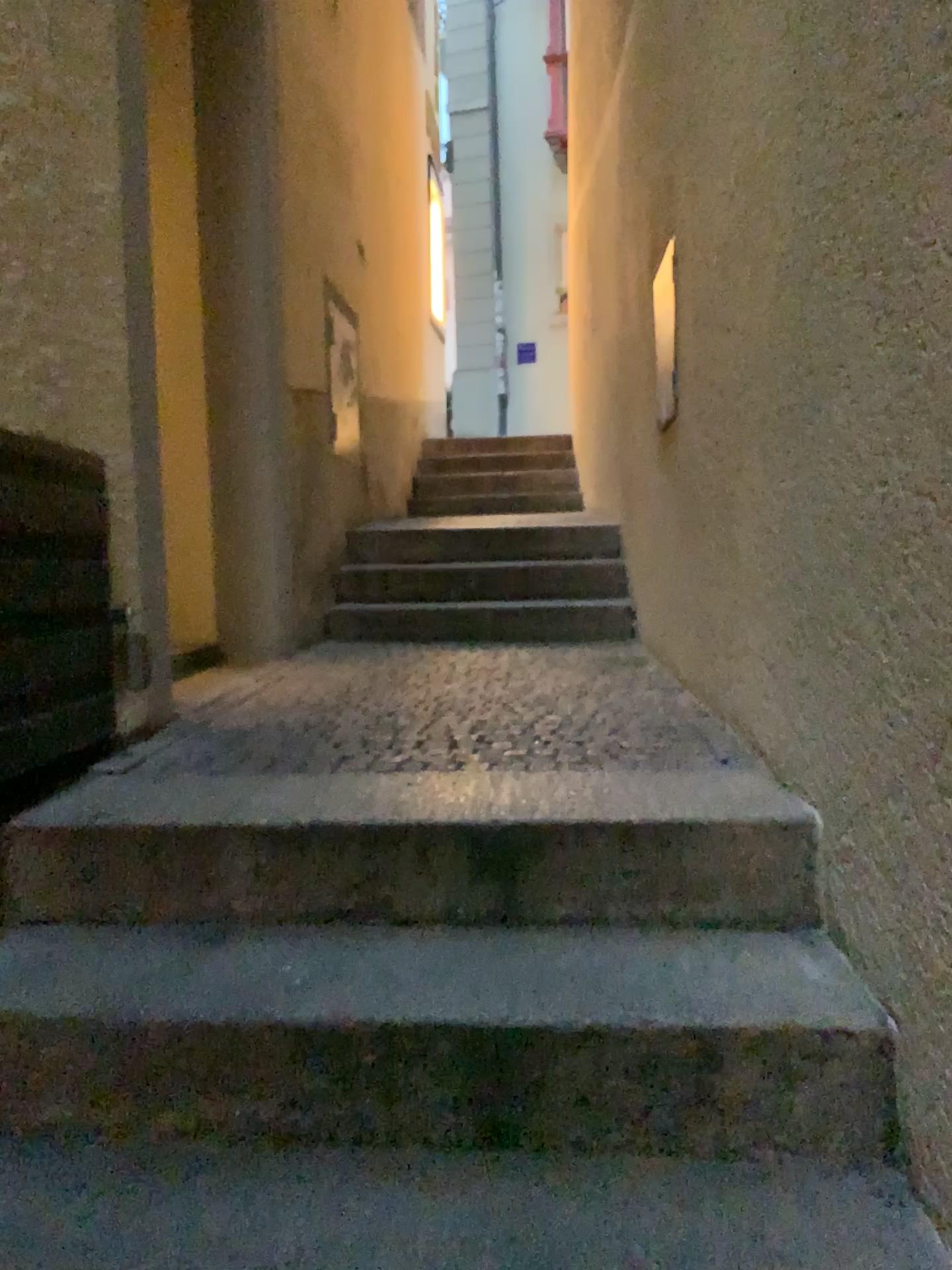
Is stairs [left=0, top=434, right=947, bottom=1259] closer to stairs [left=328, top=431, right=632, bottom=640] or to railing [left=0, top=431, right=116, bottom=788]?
railing [left=0, top=431, right=116, bottom=788]

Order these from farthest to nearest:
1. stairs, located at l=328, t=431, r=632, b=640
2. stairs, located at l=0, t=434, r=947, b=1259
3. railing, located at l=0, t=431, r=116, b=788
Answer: stairs, located at l=328, t=431, r=632, b=640, railing, located at l=0, t=431, r=116, b=788, stairs, located at l=0, t=434, r=947, b=1259

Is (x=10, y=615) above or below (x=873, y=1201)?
above

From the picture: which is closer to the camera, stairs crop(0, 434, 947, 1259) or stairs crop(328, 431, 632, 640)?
stairs crop(0, 434, 947, 1259)

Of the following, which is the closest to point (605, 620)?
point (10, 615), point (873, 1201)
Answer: point (10, 615)

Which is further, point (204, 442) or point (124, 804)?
point (204, 442)

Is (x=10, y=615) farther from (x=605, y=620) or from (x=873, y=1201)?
(x=605, y=620)

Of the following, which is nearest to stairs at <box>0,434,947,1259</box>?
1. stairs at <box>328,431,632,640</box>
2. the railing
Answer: the railing

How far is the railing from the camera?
1.8m
